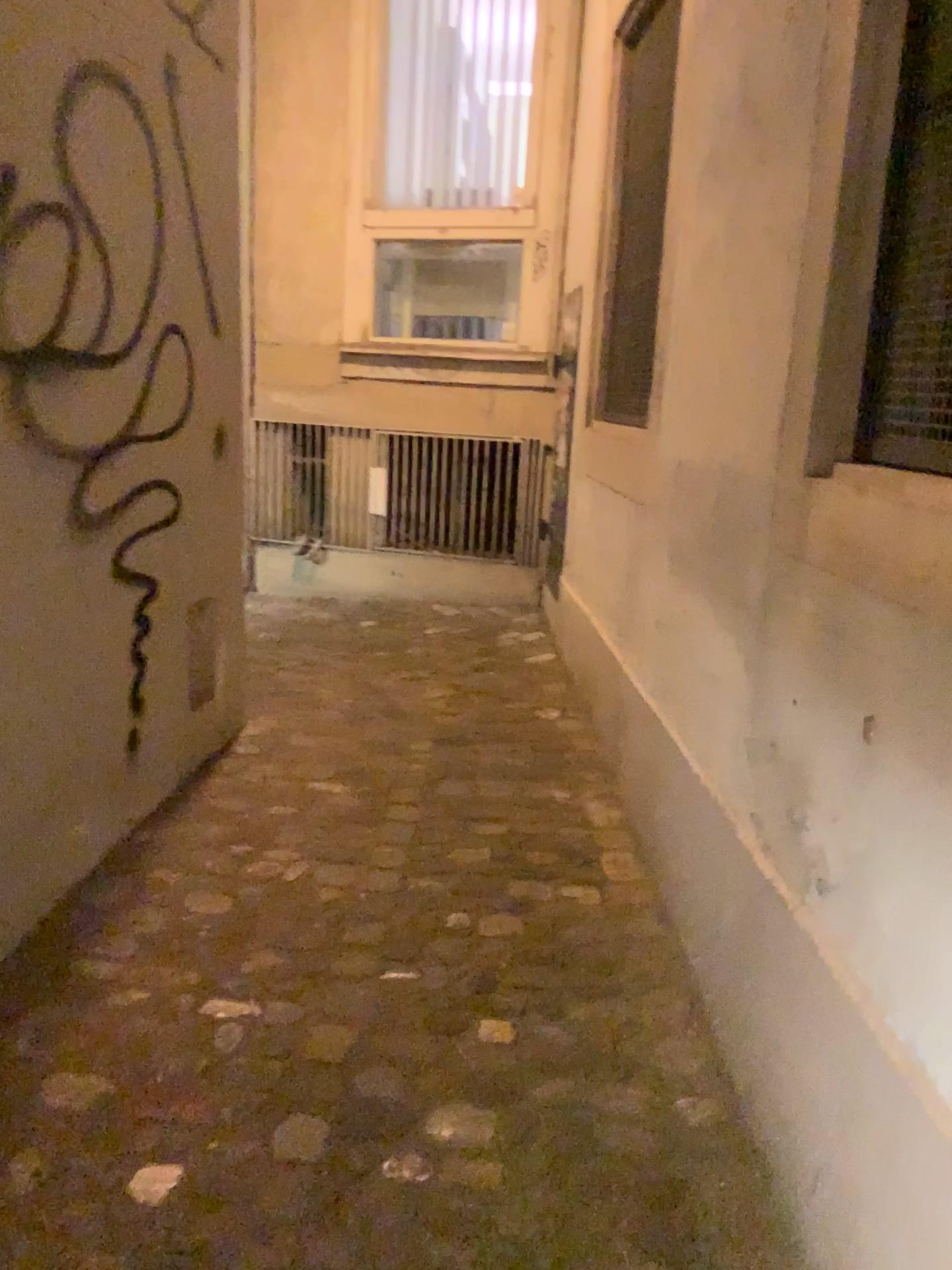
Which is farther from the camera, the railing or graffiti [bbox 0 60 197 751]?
the railing

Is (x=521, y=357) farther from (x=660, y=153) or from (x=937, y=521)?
(x=937, y=521)

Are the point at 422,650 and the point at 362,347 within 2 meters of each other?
yes

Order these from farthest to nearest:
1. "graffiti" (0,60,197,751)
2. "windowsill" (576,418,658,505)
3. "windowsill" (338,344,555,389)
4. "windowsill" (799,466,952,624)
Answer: "windowsill" (338,344,555,389) → "windowsill" (576,418,658,505) → "graffiti" (0,60,197,751) → "windowsill" (799,466,952,624)

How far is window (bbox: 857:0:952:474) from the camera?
1.33m

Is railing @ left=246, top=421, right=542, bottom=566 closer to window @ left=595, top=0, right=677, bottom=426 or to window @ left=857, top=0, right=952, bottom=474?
window @ left=595, top=0, right=677, bottom=426

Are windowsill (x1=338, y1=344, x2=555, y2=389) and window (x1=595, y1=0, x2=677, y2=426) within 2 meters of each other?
yes

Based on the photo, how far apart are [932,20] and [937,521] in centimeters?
67cm

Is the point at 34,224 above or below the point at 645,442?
above

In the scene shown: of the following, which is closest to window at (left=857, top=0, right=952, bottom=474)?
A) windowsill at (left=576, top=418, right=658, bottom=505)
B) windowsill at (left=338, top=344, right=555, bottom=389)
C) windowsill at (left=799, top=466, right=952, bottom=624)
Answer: windowsill at (left=799, top=466, right=952, bottom=624)
